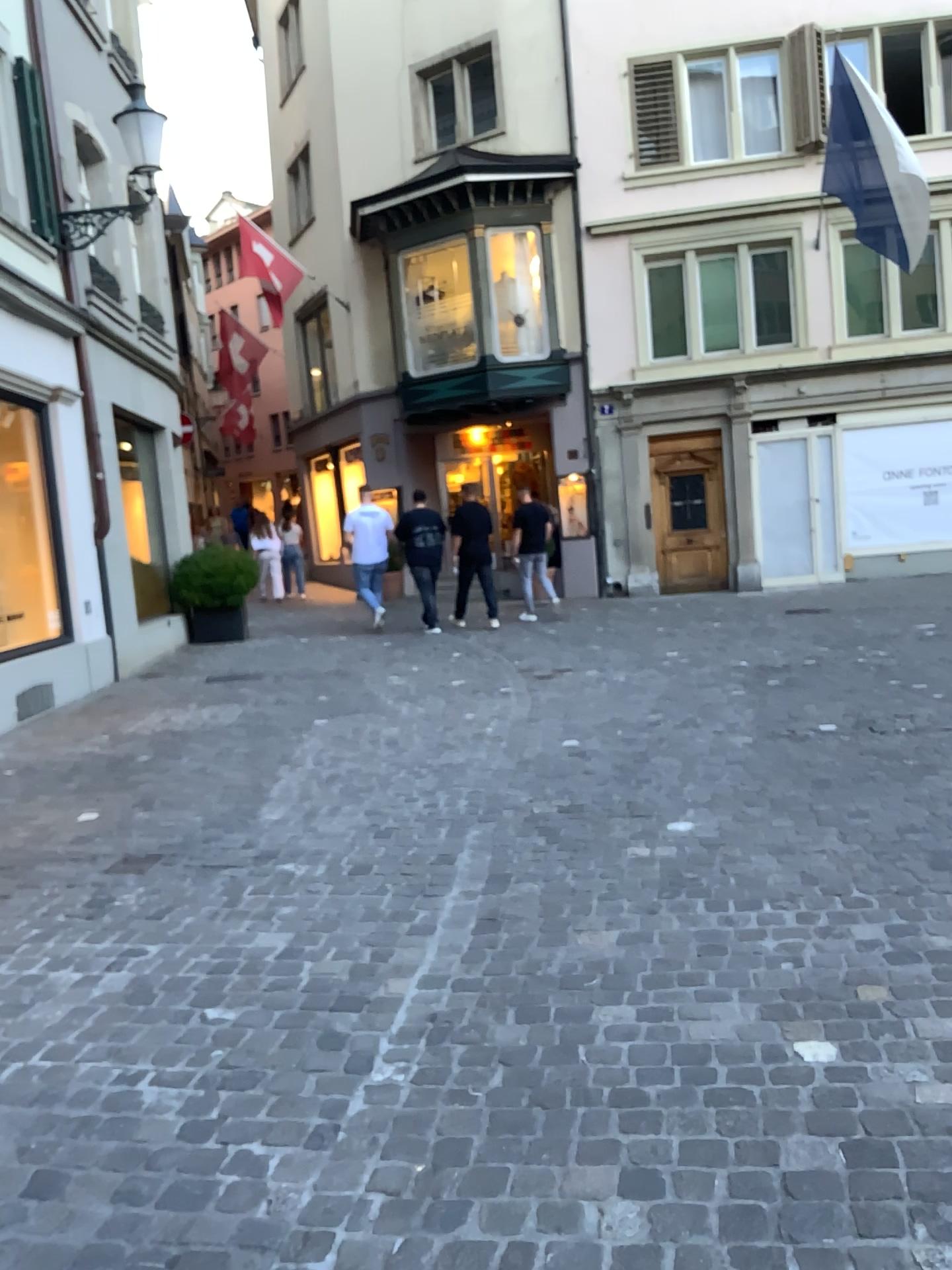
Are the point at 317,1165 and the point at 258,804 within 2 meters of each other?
no
